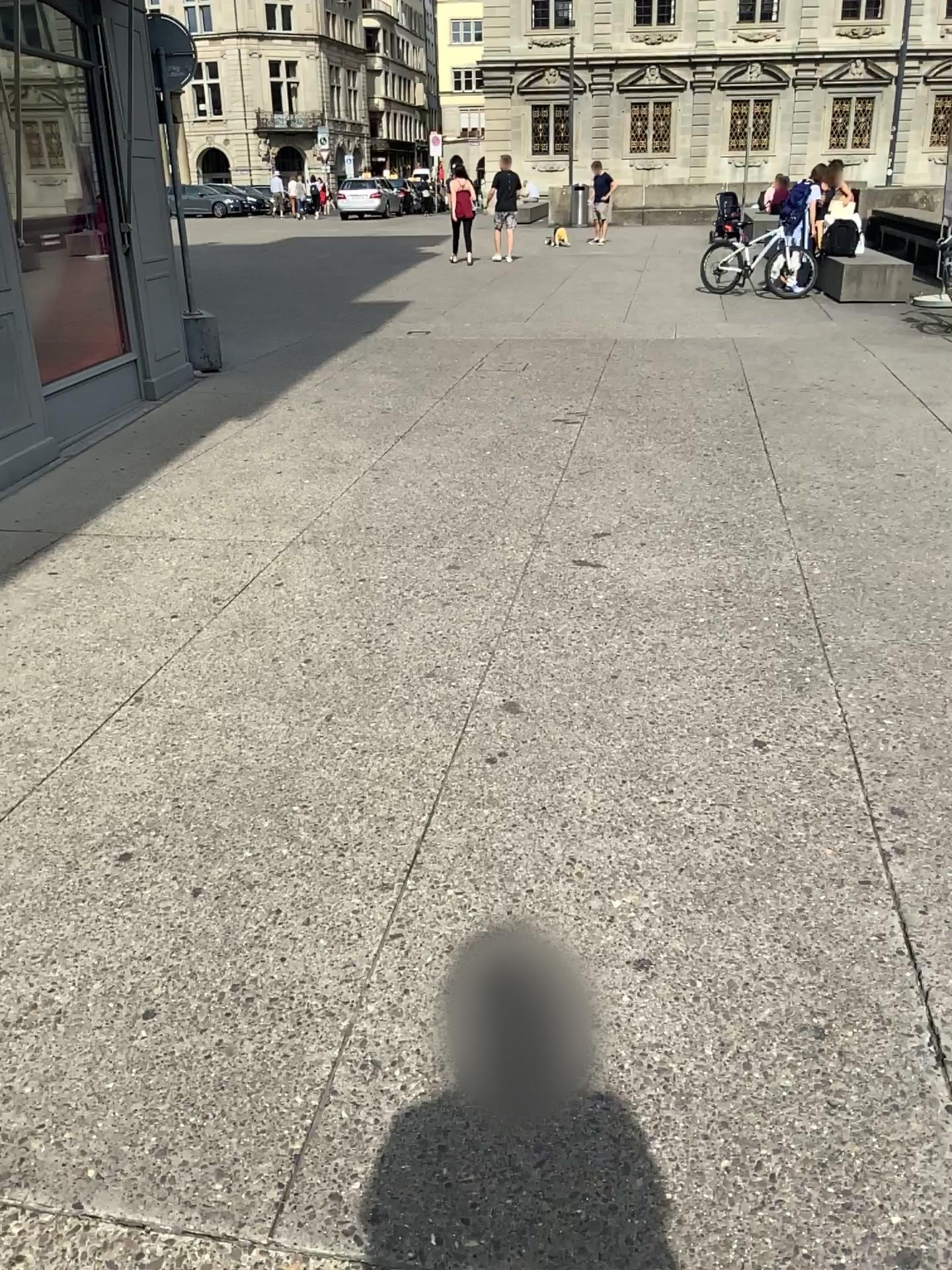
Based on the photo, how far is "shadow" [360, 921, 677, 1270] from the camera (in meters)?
1.71

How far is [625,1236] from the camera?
1.71m

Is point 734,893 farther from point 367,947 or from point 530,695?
point 530,695
